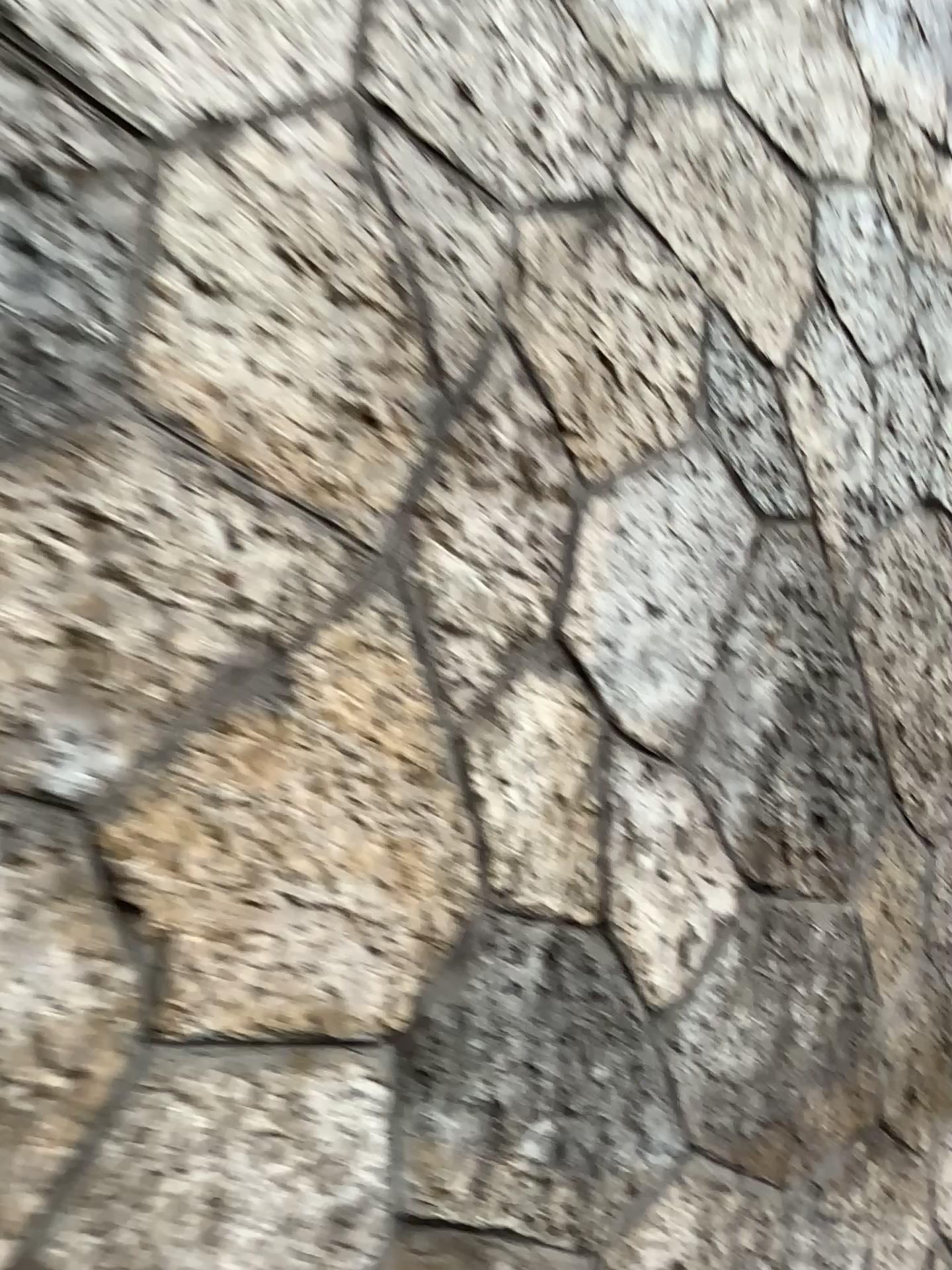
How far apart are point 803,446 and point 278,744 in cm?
108
